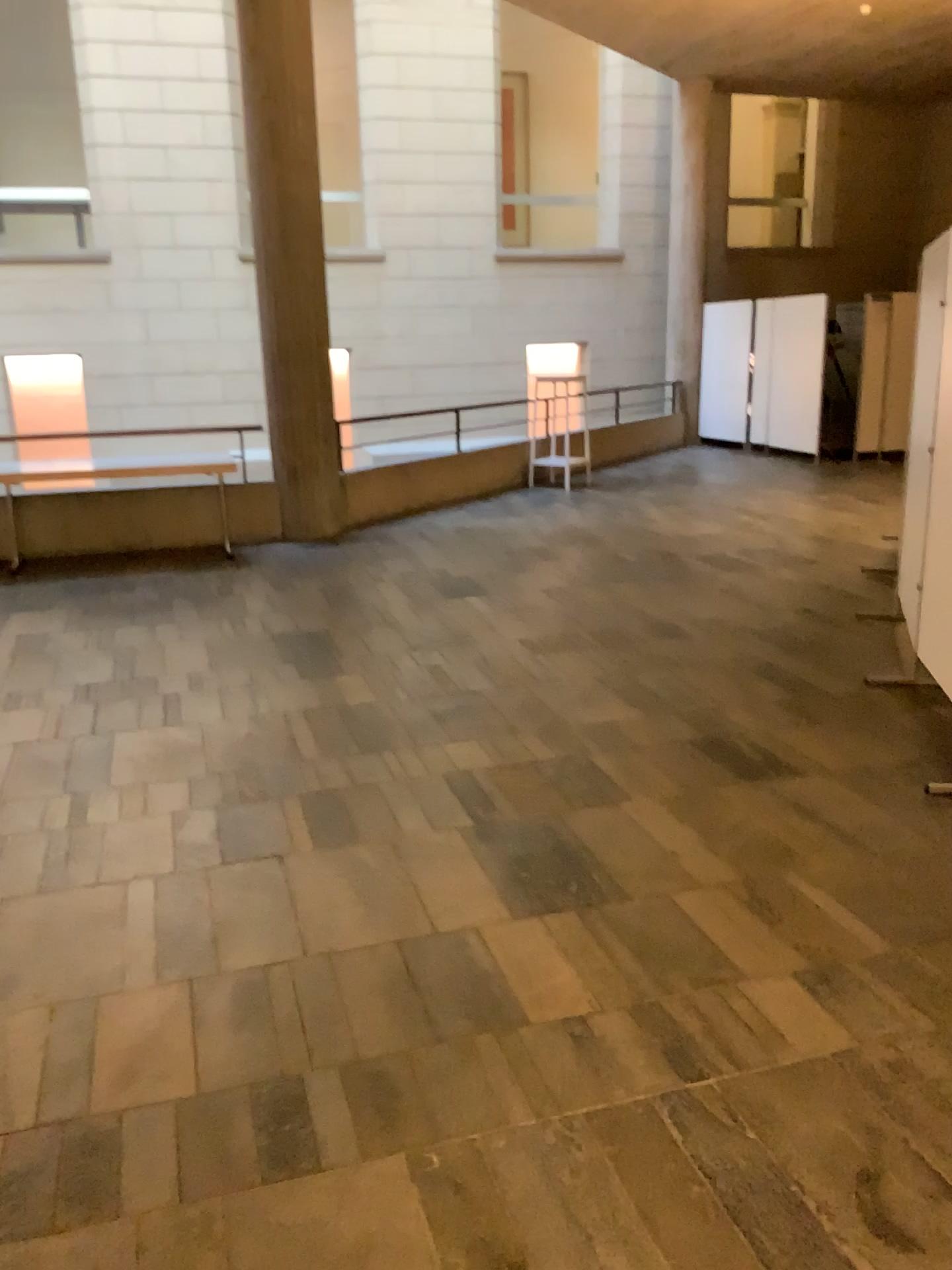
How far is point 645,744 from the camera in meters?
4.1 m
